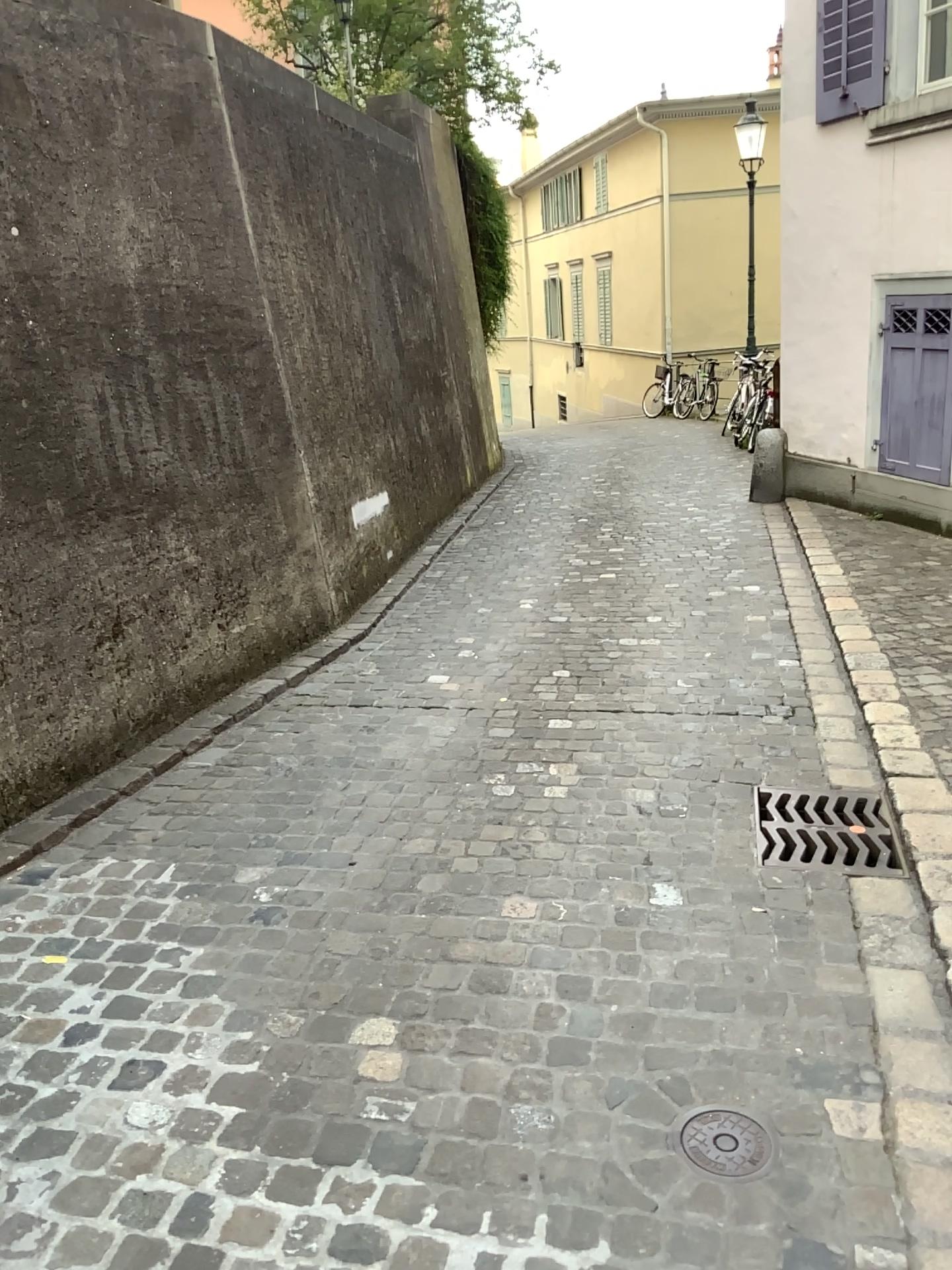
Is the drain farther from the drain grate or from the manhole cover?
the drain grate

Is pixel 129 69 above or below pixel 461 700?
above

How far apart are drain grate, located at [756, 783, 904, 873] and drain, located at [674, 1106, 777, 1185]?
1.0m

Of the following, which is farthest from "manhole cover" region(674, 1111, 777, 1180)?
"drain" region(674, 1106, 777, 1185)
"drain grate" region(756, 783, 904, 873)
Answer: "drain grate" region(756, 783, 904, 873)

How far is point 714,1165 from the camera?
1.9 meters

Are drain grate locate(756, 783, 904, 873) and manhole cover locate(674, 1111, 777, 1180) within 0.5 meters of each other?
no

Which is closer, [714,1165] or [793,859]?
[714,1165]

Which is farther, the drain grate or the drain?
the drain grate

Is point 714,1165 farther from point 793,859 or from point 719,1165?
point 793,859

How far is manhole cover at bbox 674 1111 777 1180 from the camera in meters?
1.9
